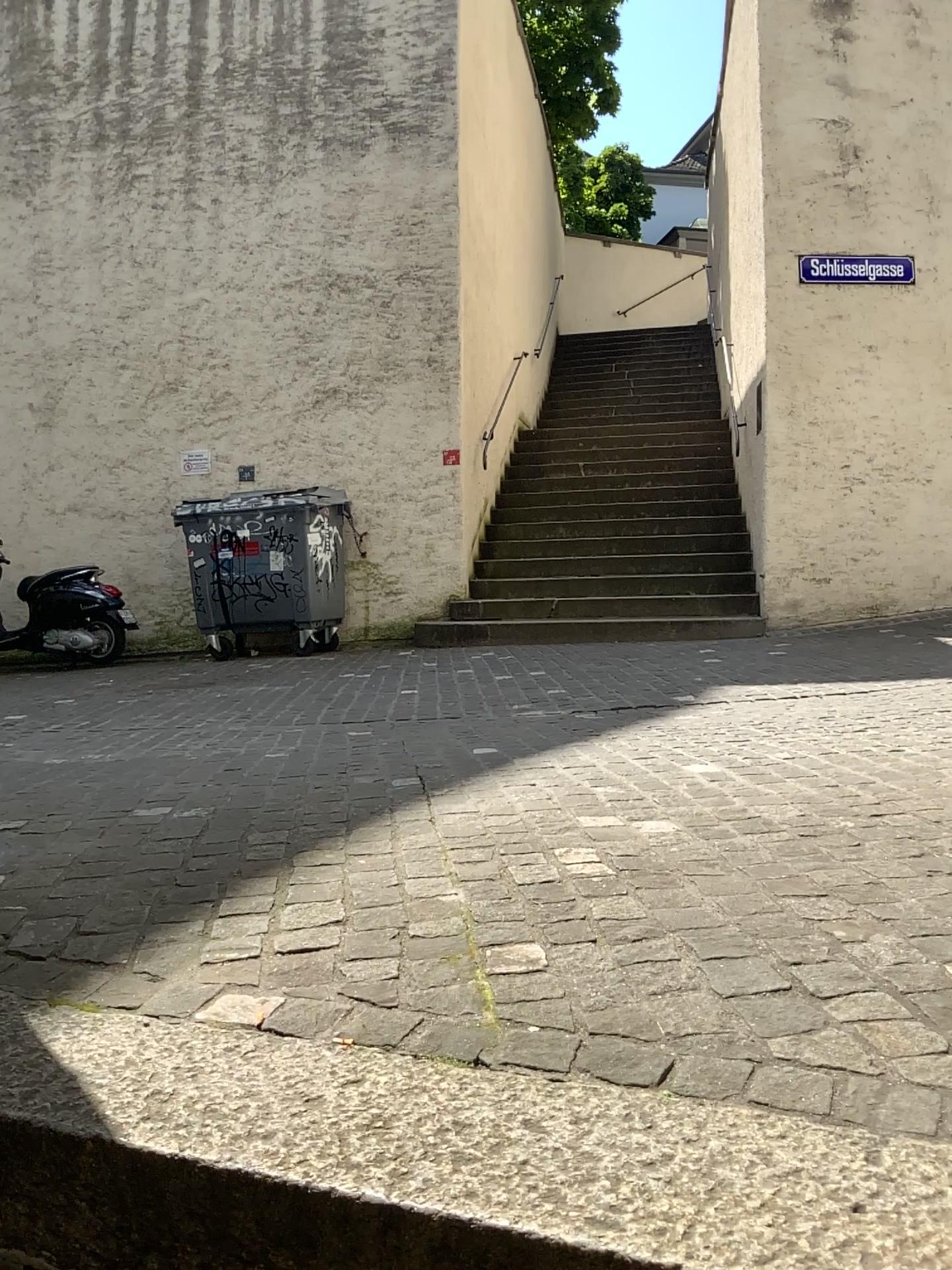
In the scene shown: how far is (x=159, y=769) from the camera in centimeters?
325cm
